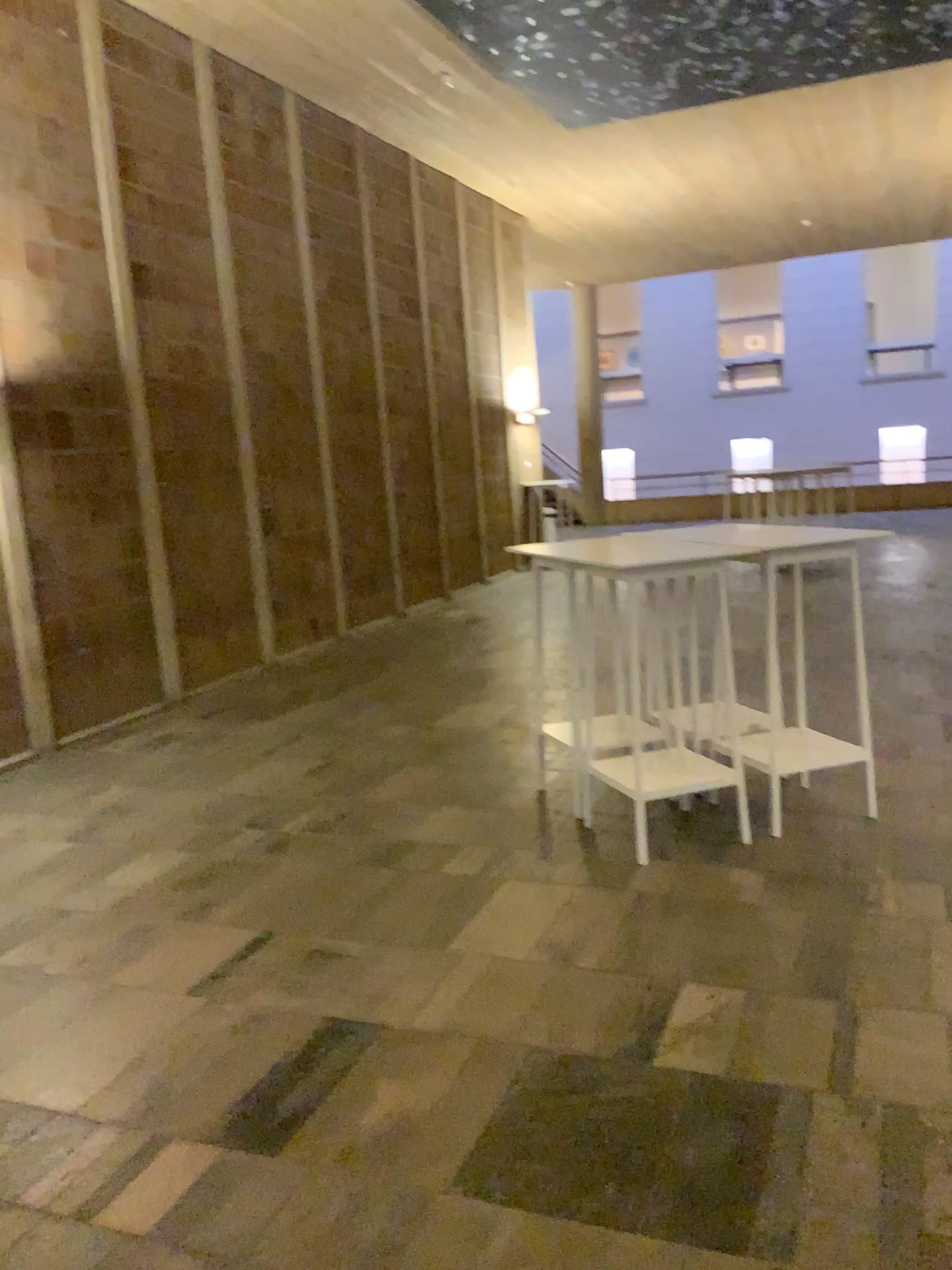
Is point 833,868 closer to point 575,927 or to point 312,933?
point 575,927
